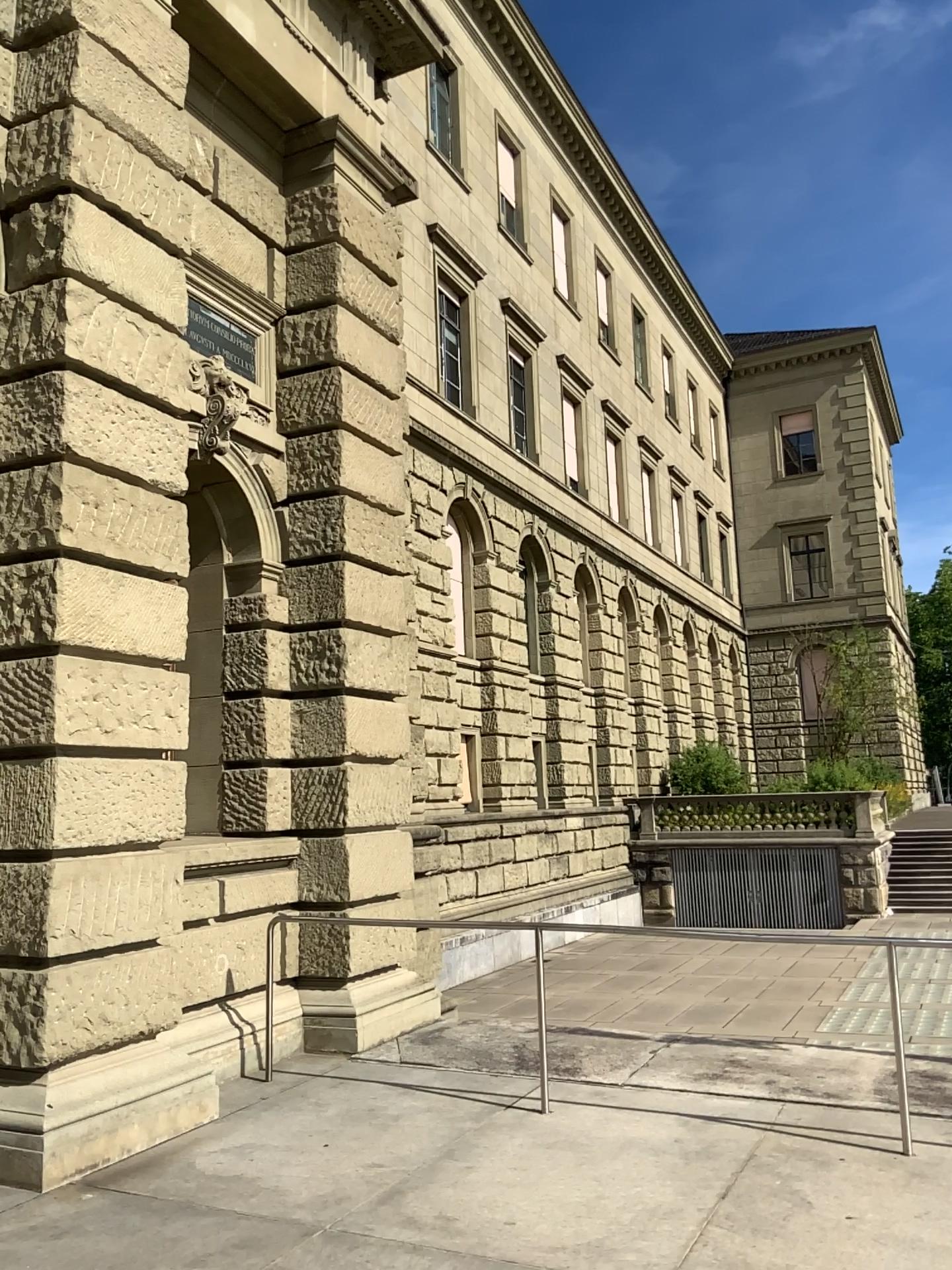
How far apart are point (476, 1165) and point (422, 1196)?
0.4 meters
